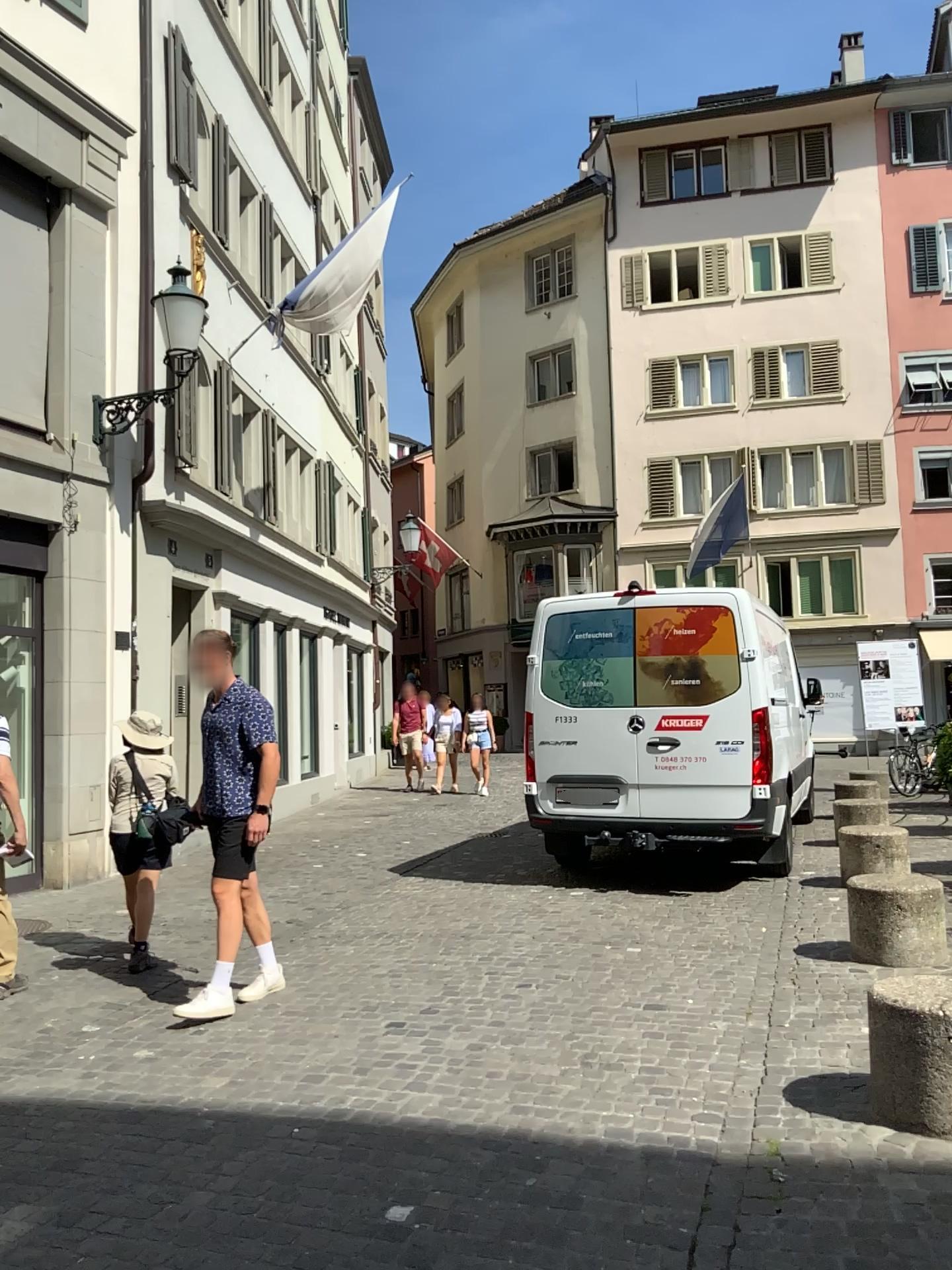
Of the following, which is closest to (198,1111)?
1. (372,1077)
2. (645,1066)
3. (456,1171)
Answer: (372,1077)
